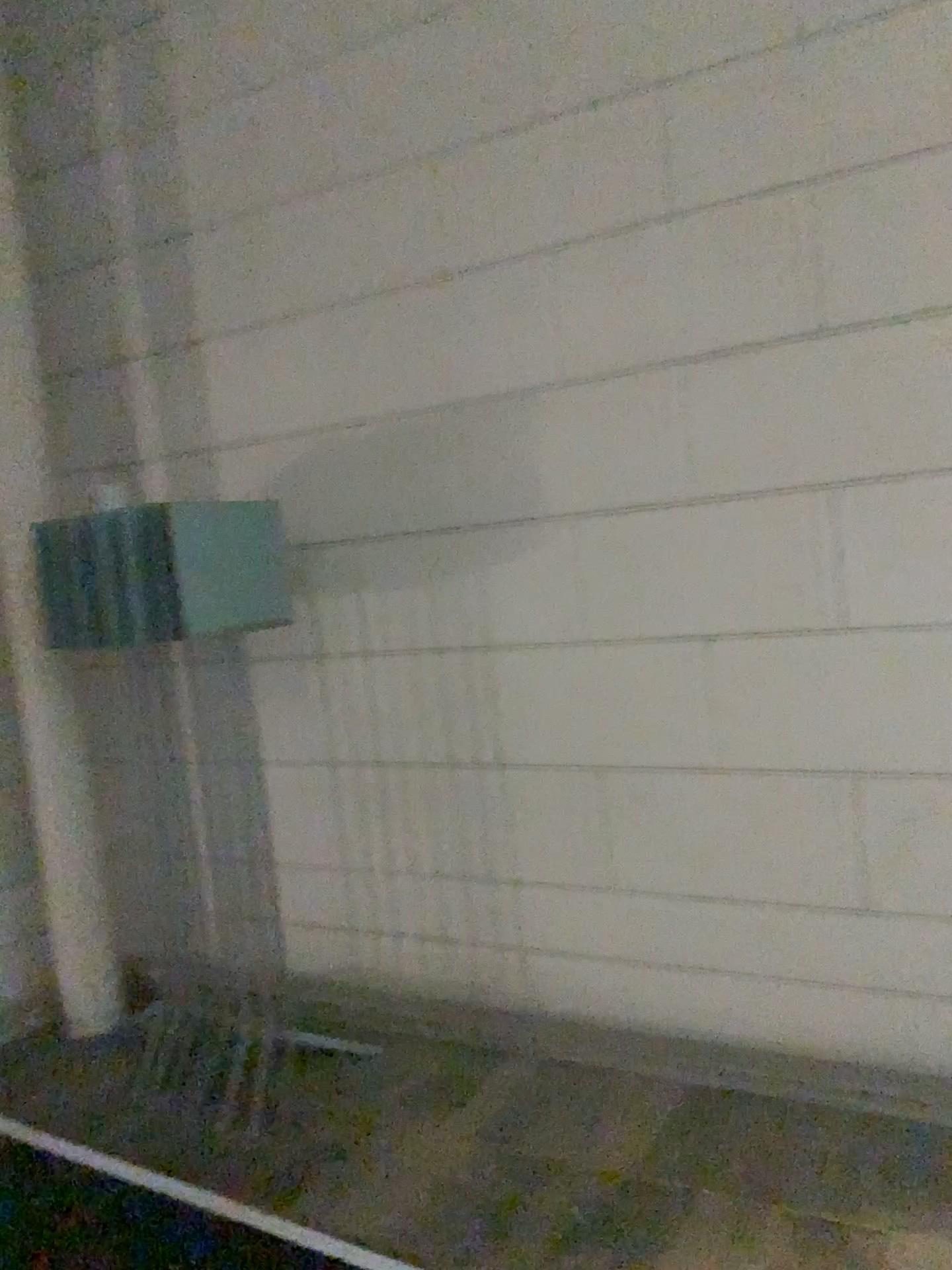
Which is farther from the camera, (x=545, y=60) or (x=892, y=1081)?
(x=545, y=60)
